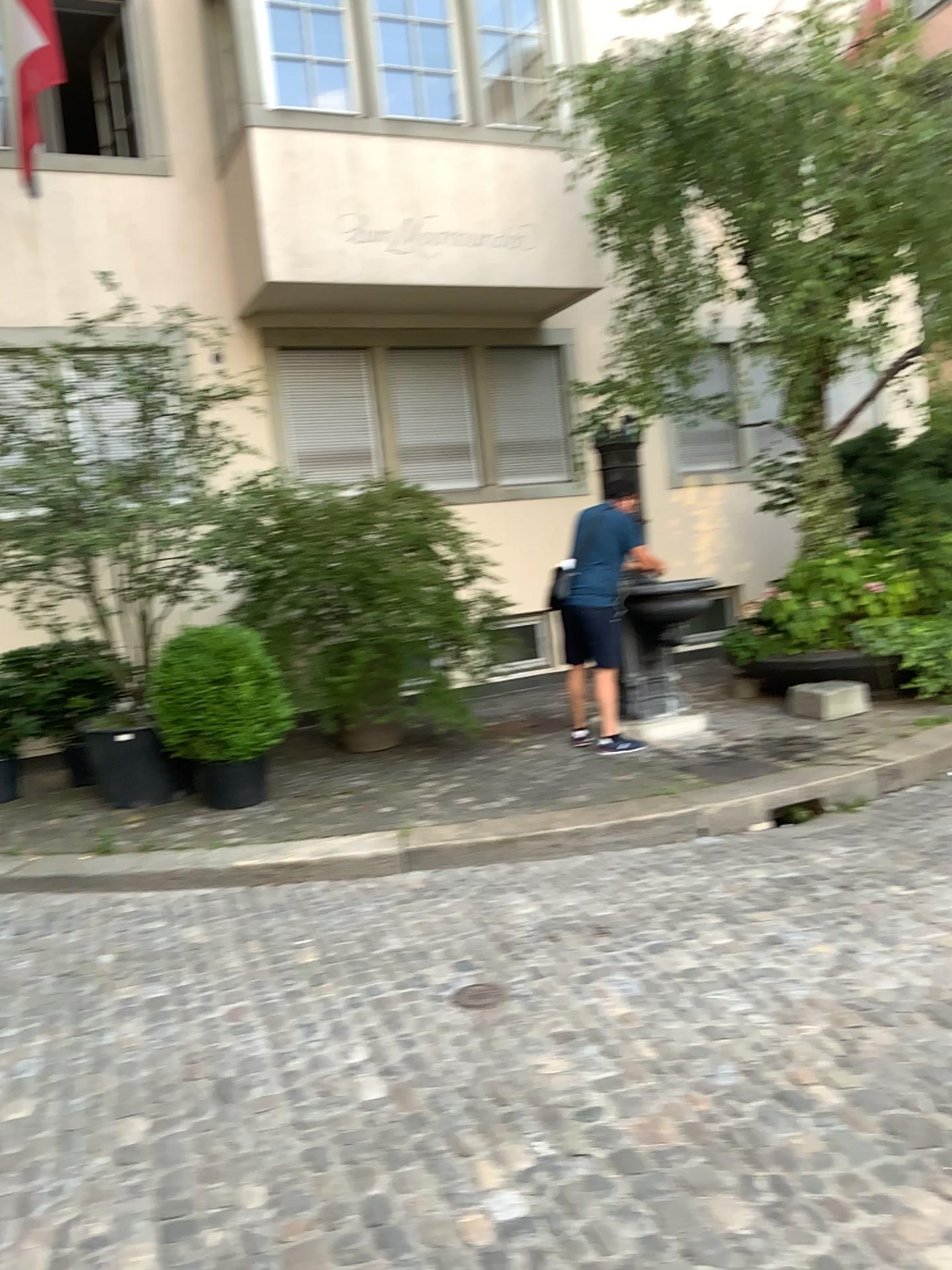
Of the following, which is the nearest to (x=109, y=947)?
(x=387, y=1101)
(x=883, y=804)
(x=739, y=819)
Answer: (x=387, y=1101)
